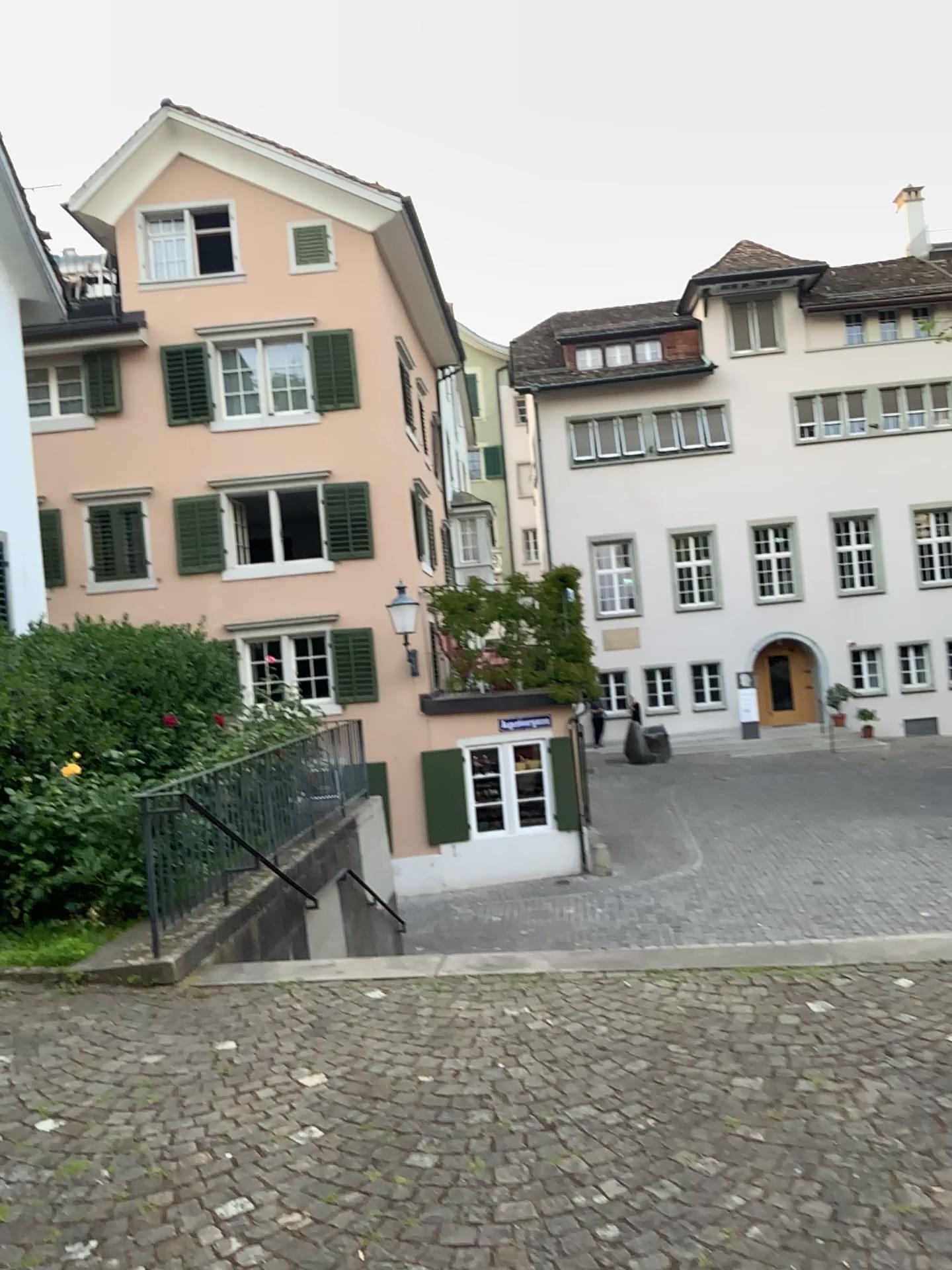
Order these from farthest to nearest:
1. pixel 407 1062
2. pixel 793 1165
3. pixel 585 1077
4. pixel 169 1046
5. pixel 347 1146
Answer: pixel 169 1046, pixel 407 1062, pixel 585 1077, pixel 347 1146, pixel 793 1165
